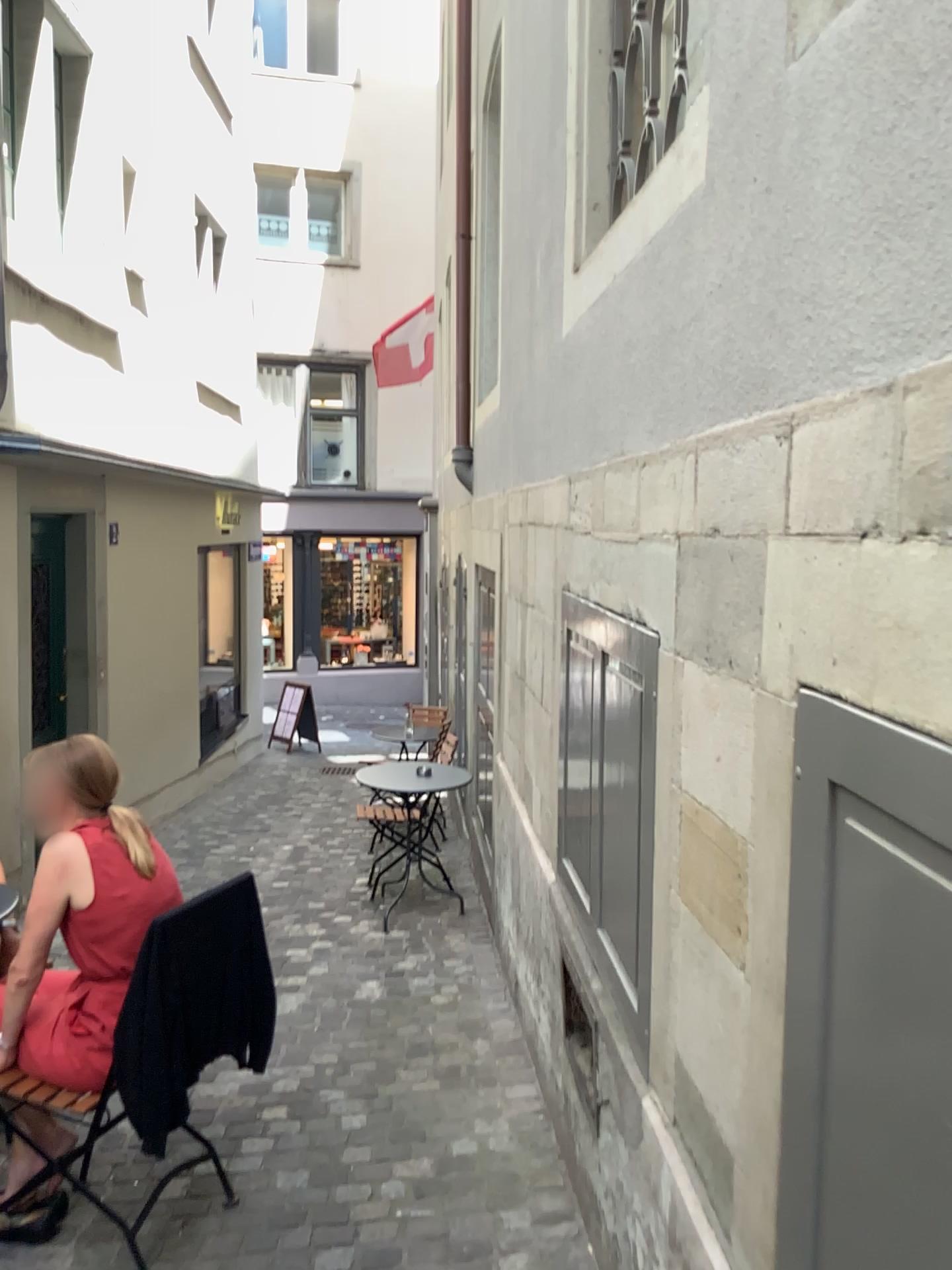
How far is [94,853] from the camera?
2.5 meters

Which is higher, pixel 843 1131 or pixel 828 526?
pixel 828 526

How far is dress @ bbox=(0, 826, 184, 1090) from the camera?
2.5 meters

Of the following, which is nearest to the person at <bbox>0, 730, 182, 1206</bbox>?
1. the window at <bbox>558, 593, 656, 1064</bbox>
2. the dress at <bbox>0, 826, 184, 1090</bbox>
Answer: the dress at <bbox>0, 826, 184, 1090</bbox>

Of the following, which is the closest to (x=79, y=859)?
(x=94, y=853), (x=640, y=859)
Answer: (x=94, y=853)

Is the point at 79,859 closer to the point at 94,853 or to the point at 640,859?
the point at 94,853

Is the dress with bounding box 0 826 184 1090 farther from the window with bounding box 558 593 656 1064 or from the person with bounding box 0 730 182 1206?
the window with bounding box 558 593 656 1064

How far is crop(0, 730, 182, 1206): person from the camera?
2.5m
